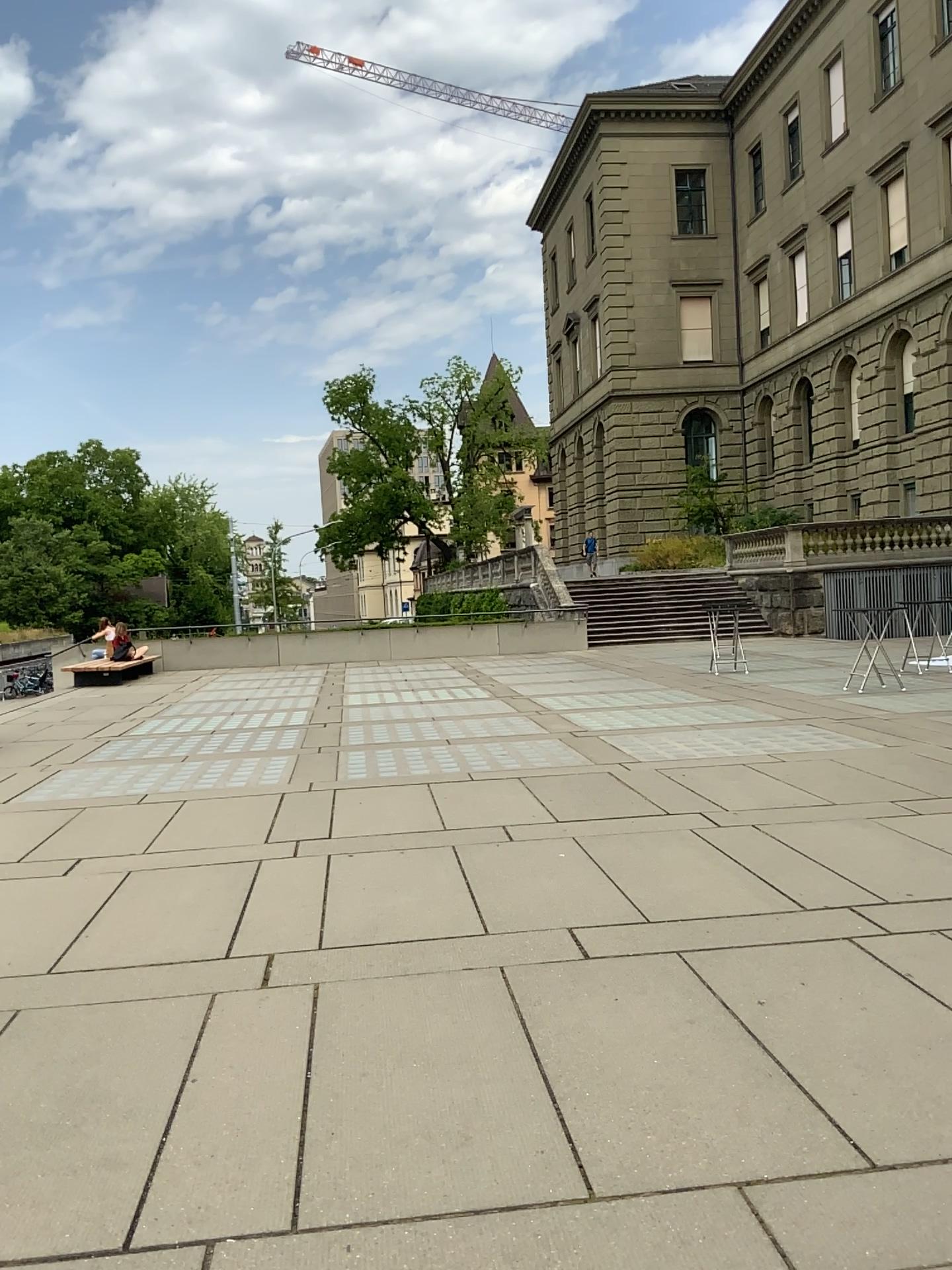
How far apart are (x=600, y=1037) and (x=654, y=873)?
1.83m
